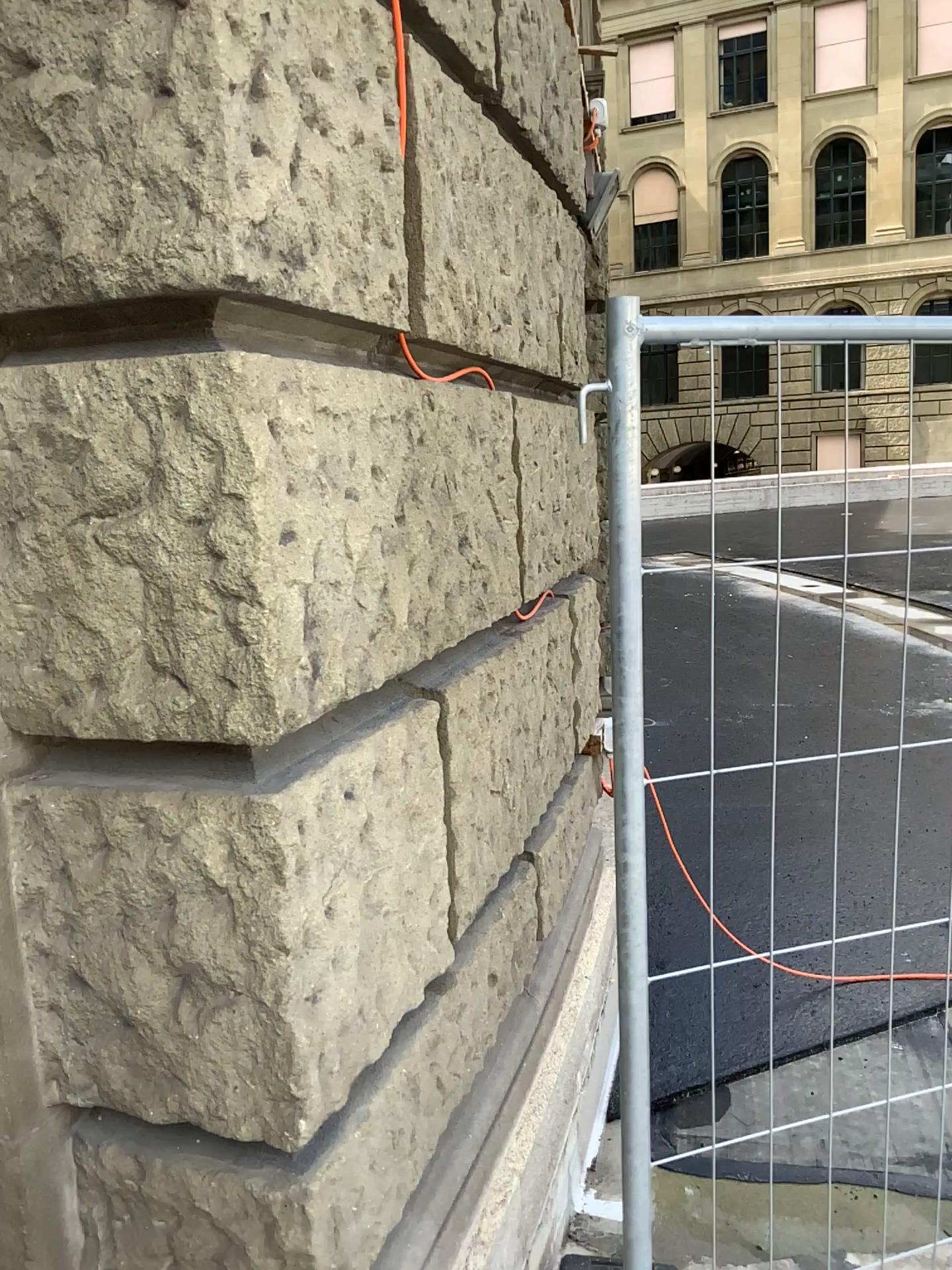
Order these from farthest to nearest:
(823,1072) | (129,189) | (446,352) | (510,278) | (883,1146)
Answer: (823,1072) → (883,1146) → (510,278) → (446,352) → (129,189)
